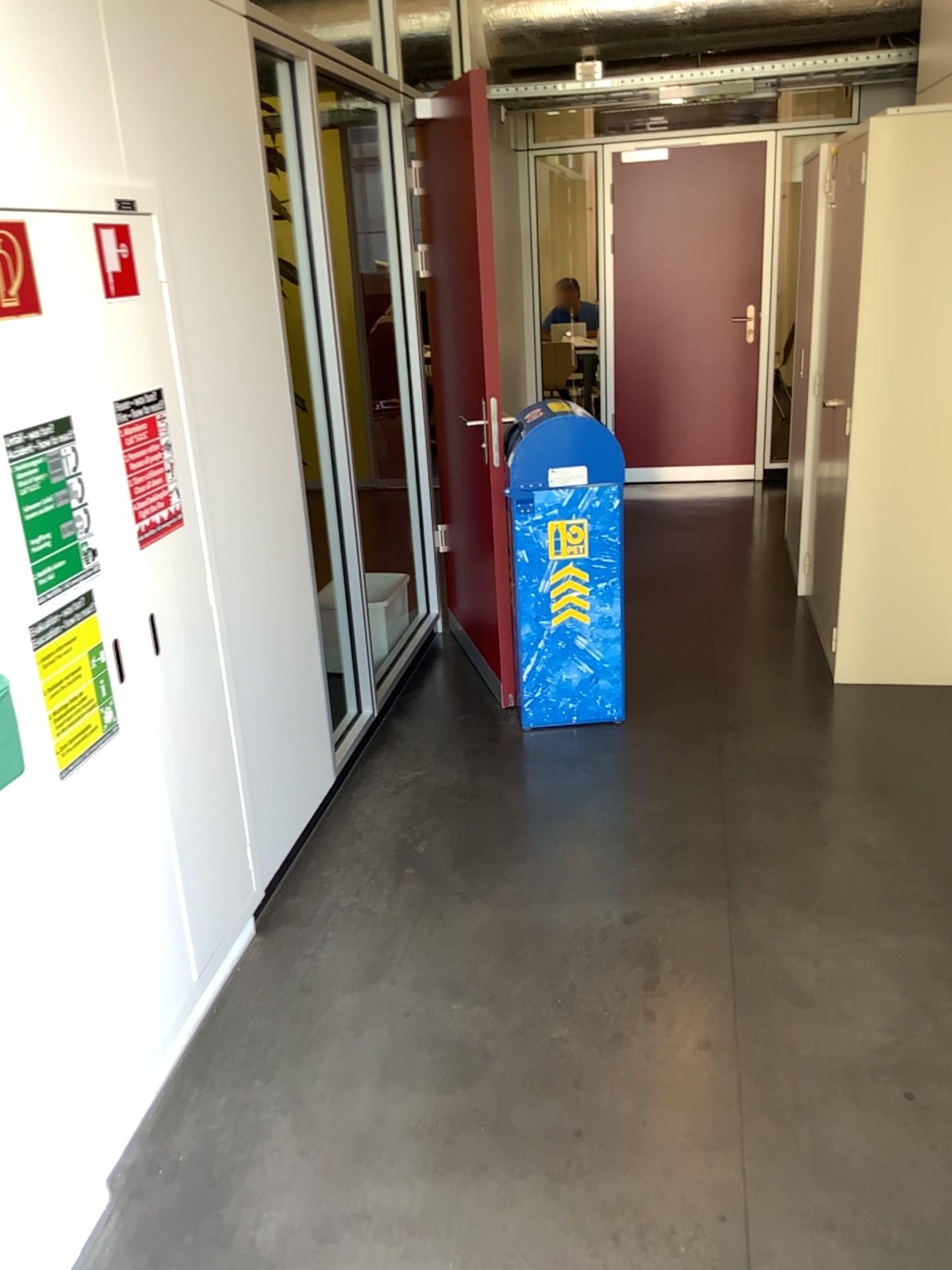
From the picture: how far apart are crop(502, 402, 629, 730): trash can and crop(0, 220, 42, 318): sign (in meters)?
1.94

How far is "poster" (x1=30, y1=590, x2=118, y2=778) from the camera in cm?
173

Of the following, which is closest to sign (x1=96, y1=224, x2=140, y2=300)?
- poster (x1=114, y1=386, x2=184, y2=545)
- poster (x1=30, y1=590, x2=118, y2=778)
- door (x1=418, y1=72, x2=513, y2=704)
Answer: poster (x1=114, y1=386, x2=184, y2=545)

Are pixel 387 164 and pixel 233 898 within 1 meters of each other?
no

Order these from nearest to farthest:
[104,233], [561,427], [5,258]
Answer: [5,258], [104,233], [561,427]

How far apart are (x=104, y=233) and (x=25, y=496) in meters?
0.5

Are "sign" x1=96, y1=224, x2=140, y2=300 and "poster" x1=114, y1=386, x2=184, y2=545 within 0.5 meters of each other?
yes

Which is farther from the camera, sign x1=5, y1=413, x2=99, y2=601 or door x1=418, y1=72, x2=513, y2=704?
door x1=418, y1=72, x2=513, y2=704

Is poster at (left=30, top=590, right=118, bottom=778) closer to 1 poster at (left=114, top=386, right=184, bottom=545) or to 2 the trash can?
1 poster at (left=114, top=386, right=184, bottom=545)

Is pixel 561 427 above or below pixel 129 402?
below
